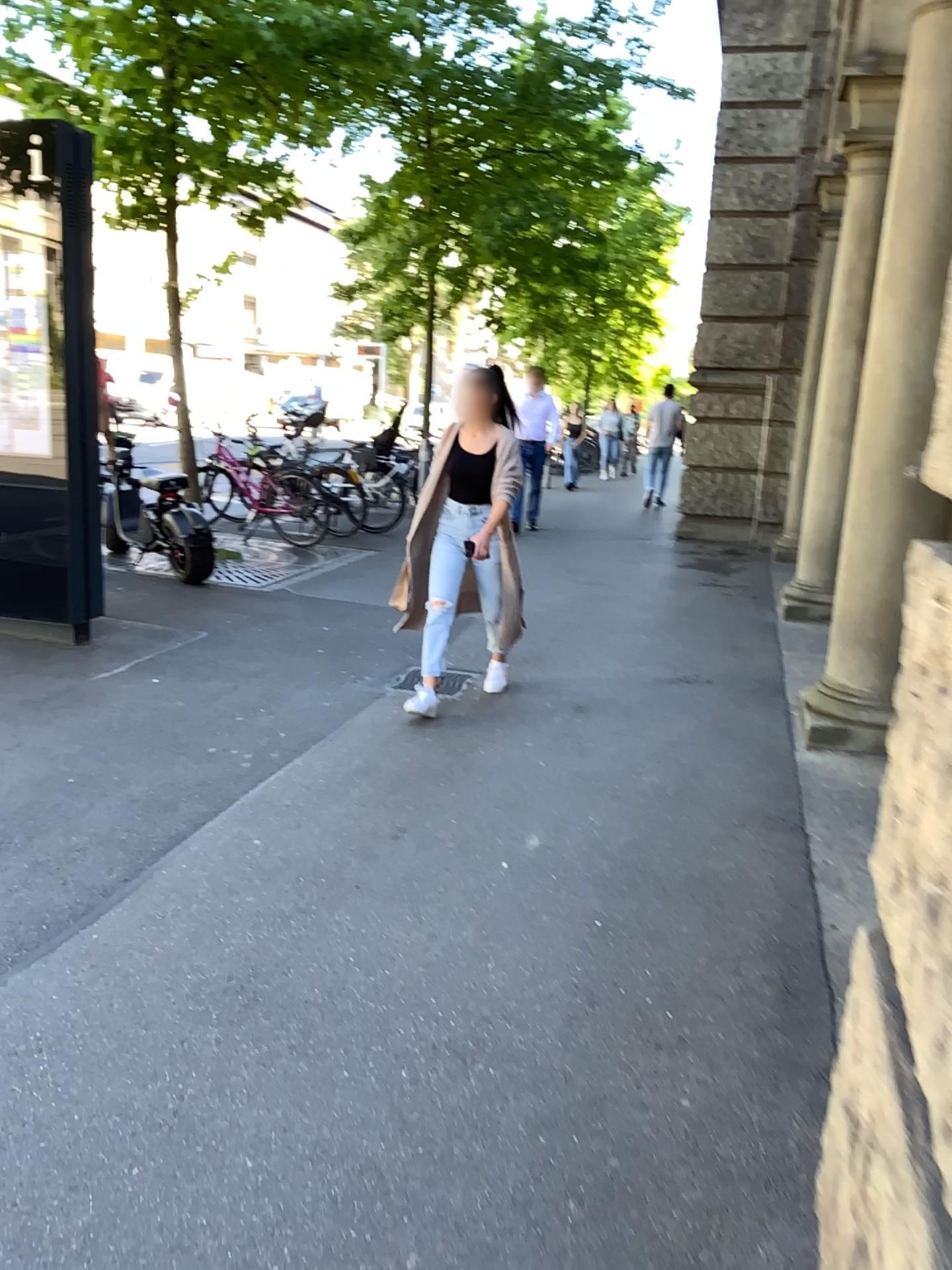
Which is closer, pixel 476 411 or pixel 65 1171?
pixel 65 1171
